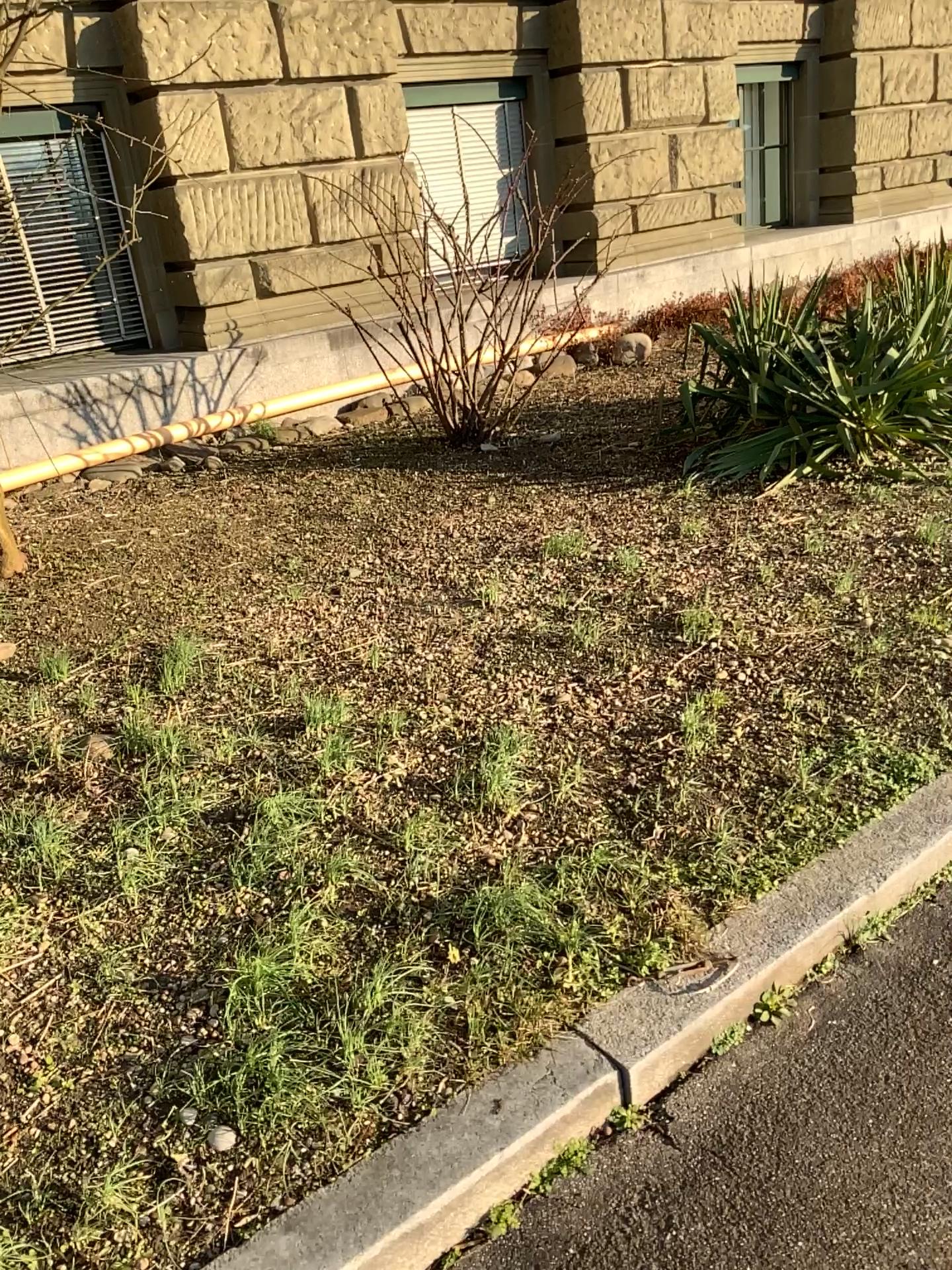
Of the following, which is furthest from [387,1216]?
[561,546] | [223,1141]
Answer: [561,546]

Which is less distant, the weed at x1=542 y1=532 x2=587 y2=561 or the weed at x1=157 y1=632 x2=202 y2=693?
the weed at x1=157 y1=632 x2=202 y2=693

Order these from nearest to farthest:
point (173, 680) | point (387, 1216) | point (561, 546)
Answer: point (387, 1216)
point (173, 680)
point (561, 546)

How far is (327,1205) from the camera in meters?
1.6 m

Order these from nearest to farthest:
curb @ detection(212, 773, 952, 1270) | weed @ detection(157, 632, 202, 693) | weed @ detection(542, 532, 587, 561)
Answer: curb @ detection(212, 773, 952, 1270), weed @ detection(157, 632, 202, 693), weed @ detection(542, 532, 587, 561)

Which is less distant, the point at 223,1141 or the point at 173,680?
the point at 223,1141

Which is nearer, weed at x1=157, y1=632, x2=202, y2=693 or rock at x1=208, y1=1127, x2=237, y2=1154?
rock at x1=208, y1=1127, x2=237, y2=1154

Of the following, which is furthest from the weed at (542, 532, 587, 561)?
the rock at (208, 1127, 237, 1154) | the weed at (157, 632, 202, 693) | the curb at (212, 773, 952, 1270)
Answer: the rock at (208, 1127, 237, 1154)

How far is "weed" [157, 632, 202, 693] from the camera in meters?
3.2 m

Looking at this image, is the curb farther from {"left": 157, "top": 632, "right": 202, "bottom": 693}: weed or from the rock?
{"left": 157, "top": 632, "right": 202, "bottom": 693}: weed
